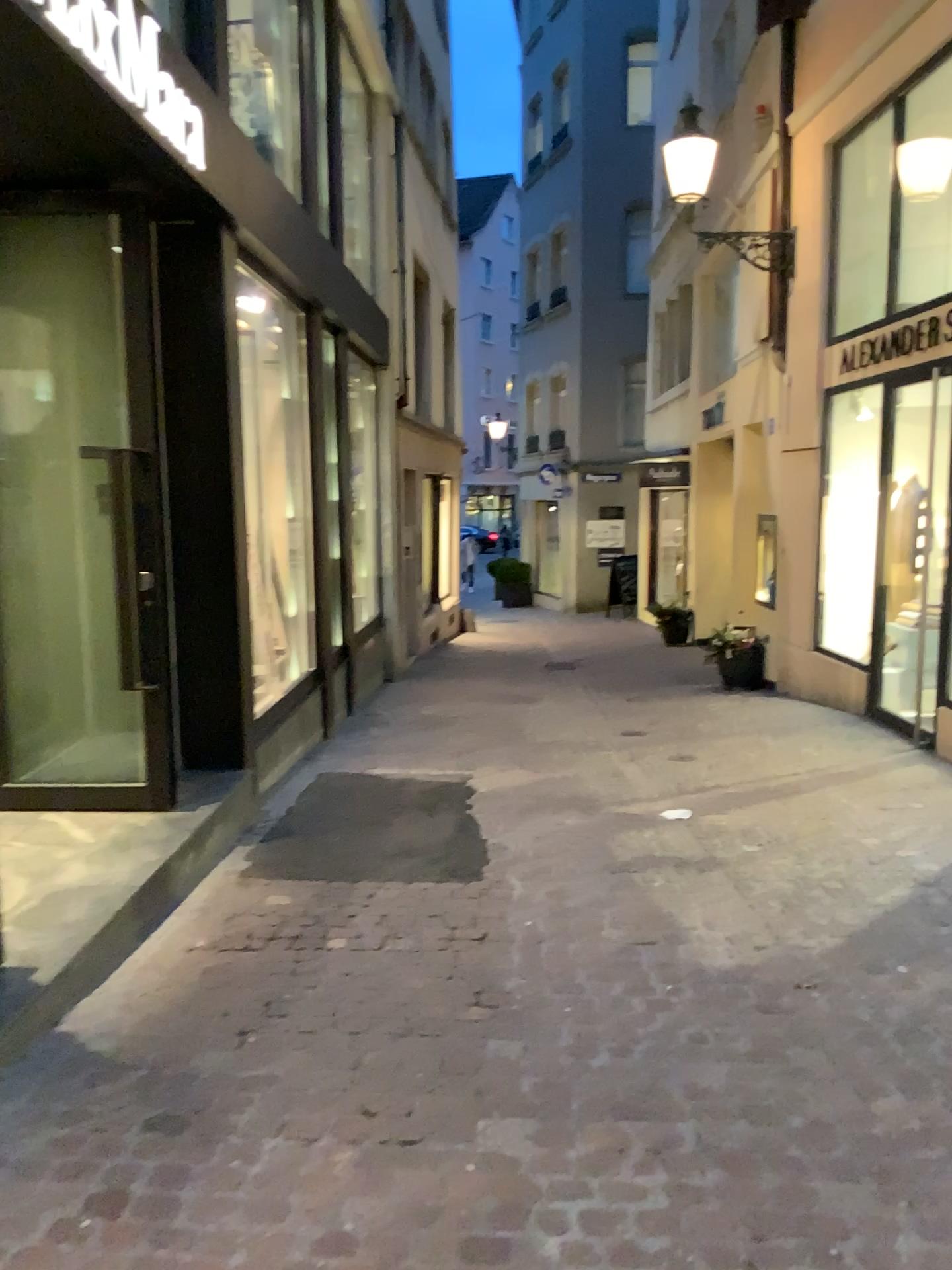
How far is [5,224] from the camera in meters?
4.4

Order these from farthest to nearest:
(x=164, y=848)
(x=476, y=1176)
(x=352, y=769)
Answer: (x=352, y=769) → (x=164, y=848) → (x=476, y=1176)

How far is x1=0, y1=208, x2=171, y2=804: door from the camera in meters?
4.4 m
